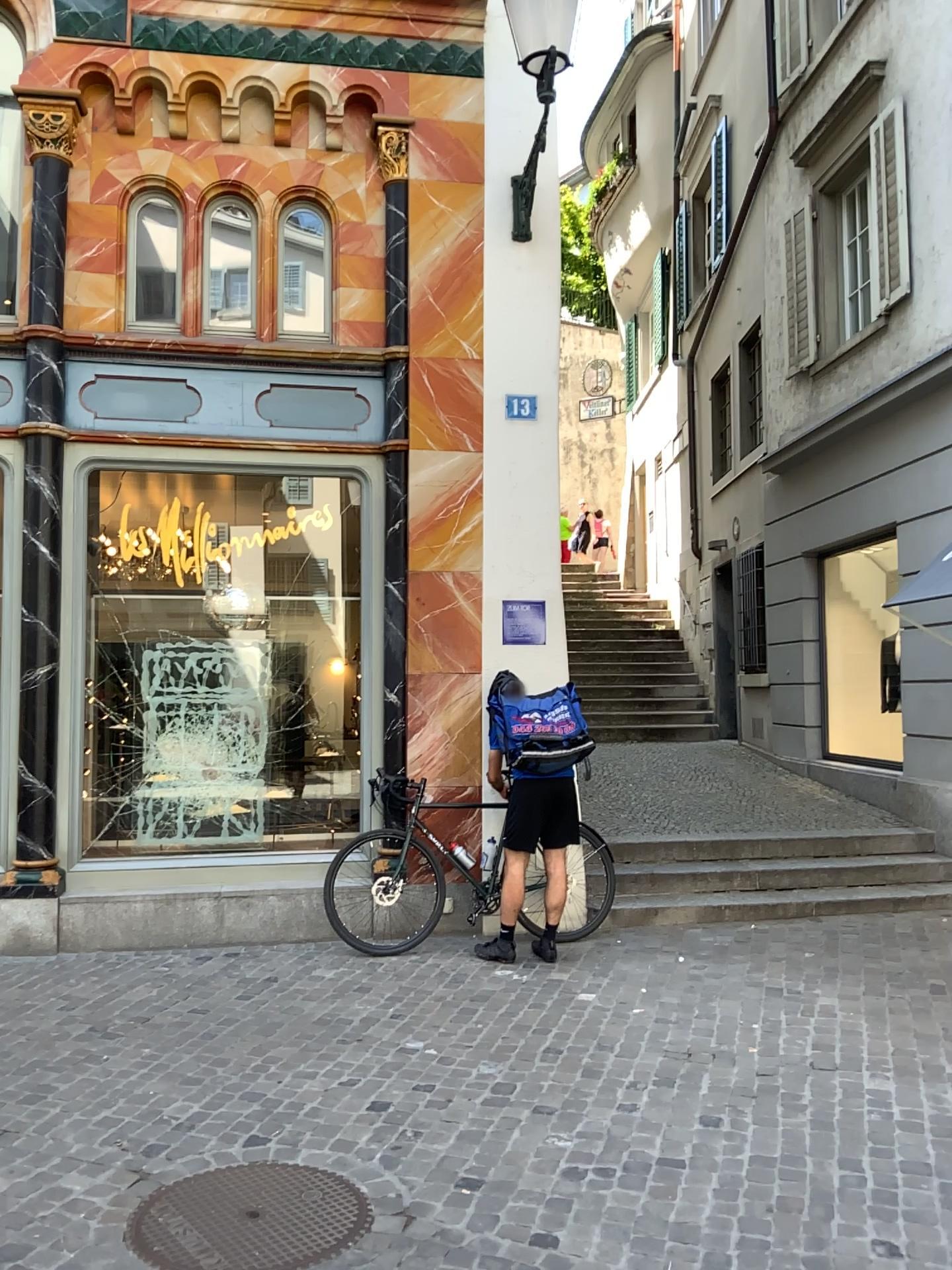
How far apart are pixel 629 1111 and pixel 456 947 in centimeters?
219cm
